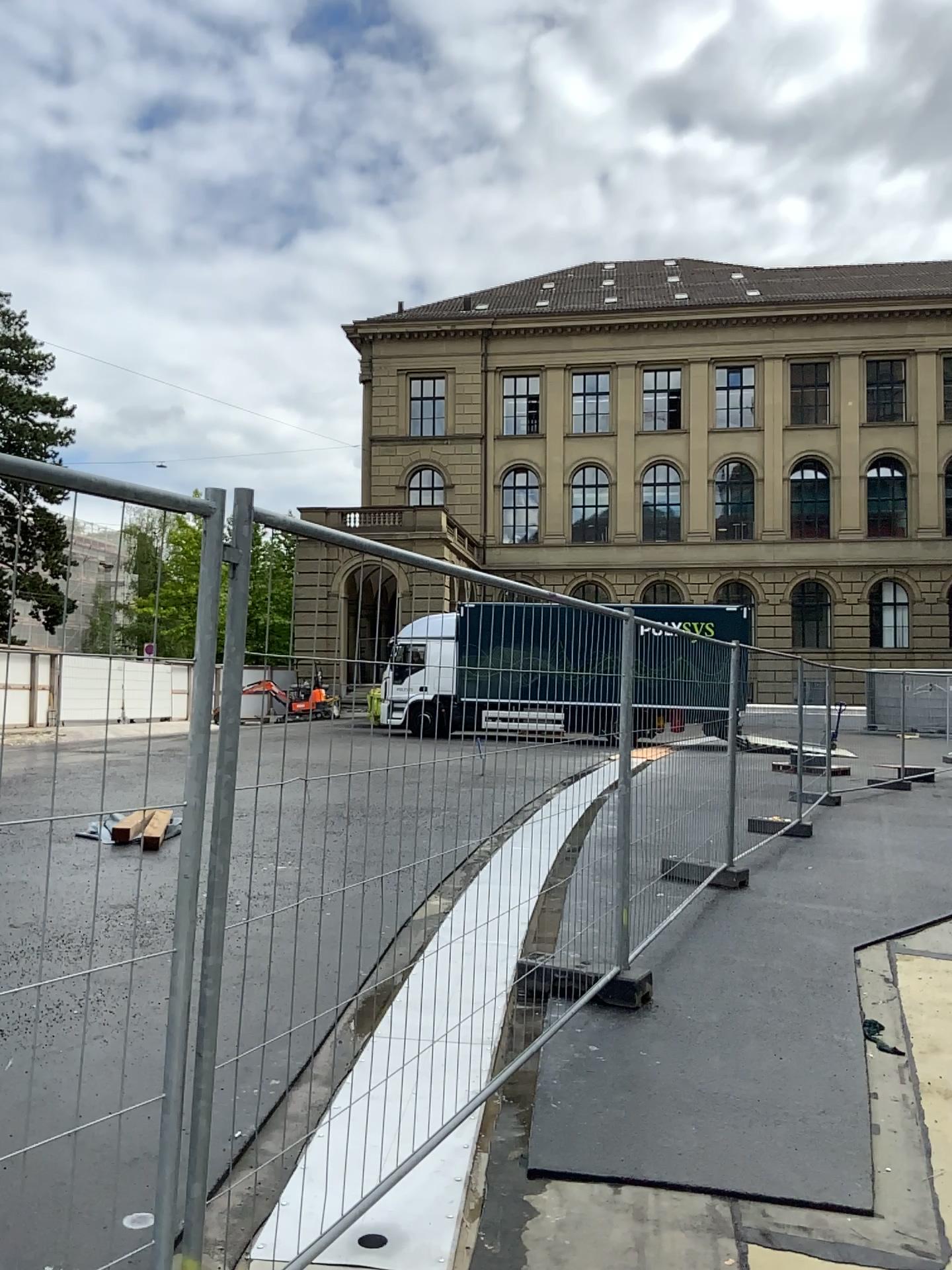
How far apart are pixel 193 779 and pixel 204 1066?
0.60m
